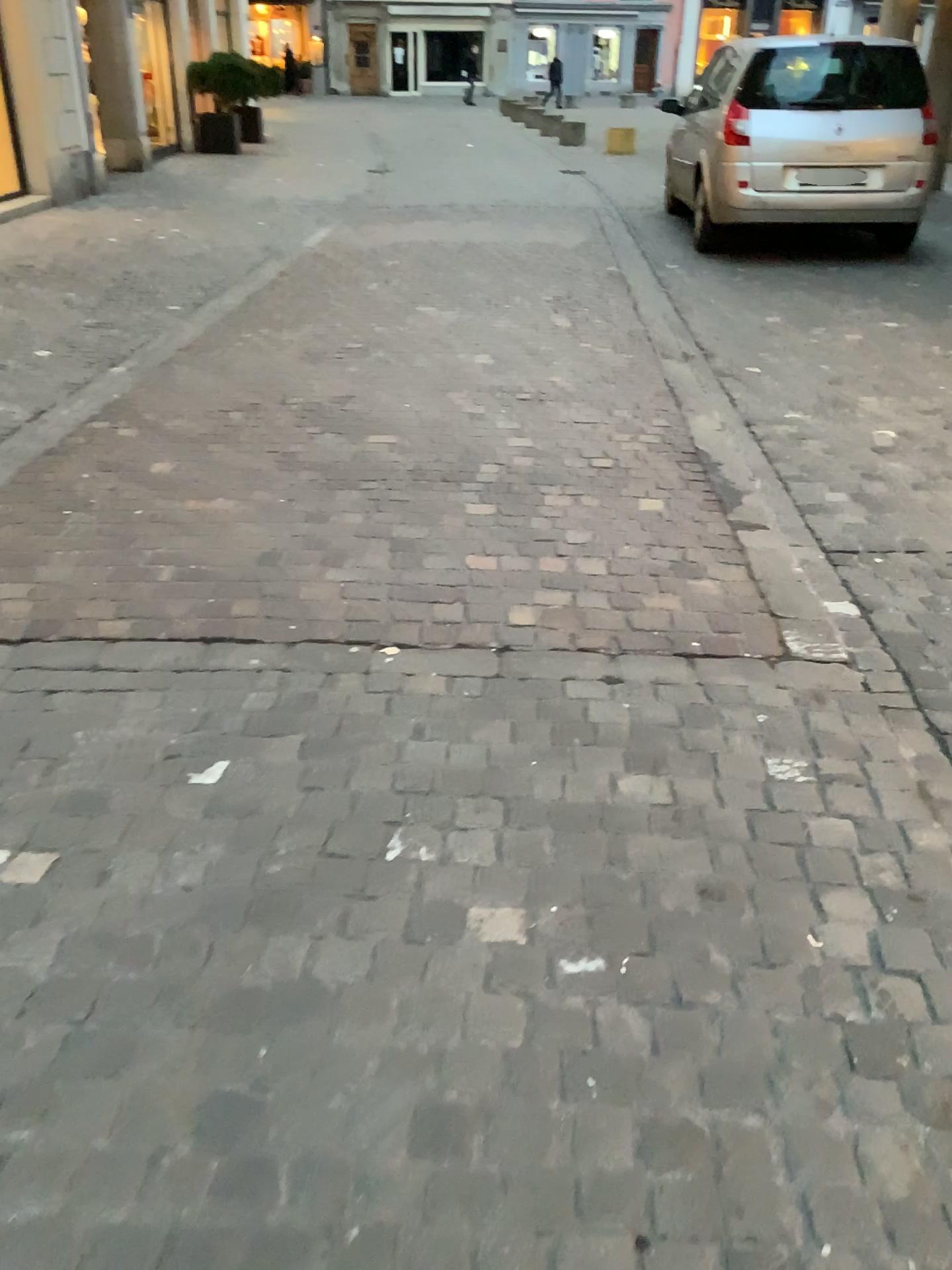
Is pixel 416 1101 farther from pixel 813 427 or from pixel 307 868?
pixel 813 427
